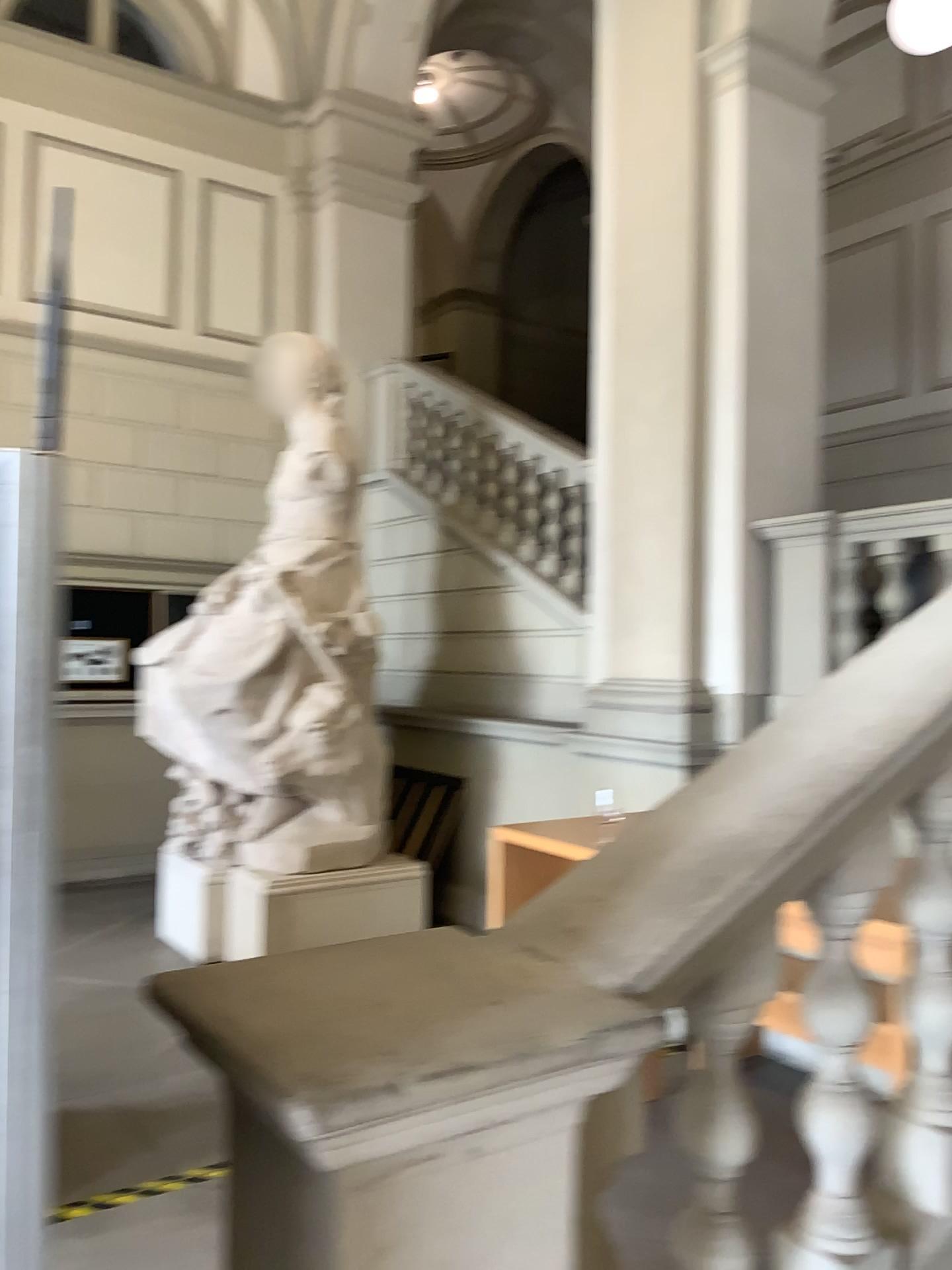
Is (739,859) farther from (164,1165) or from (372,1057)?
(164,1165)
